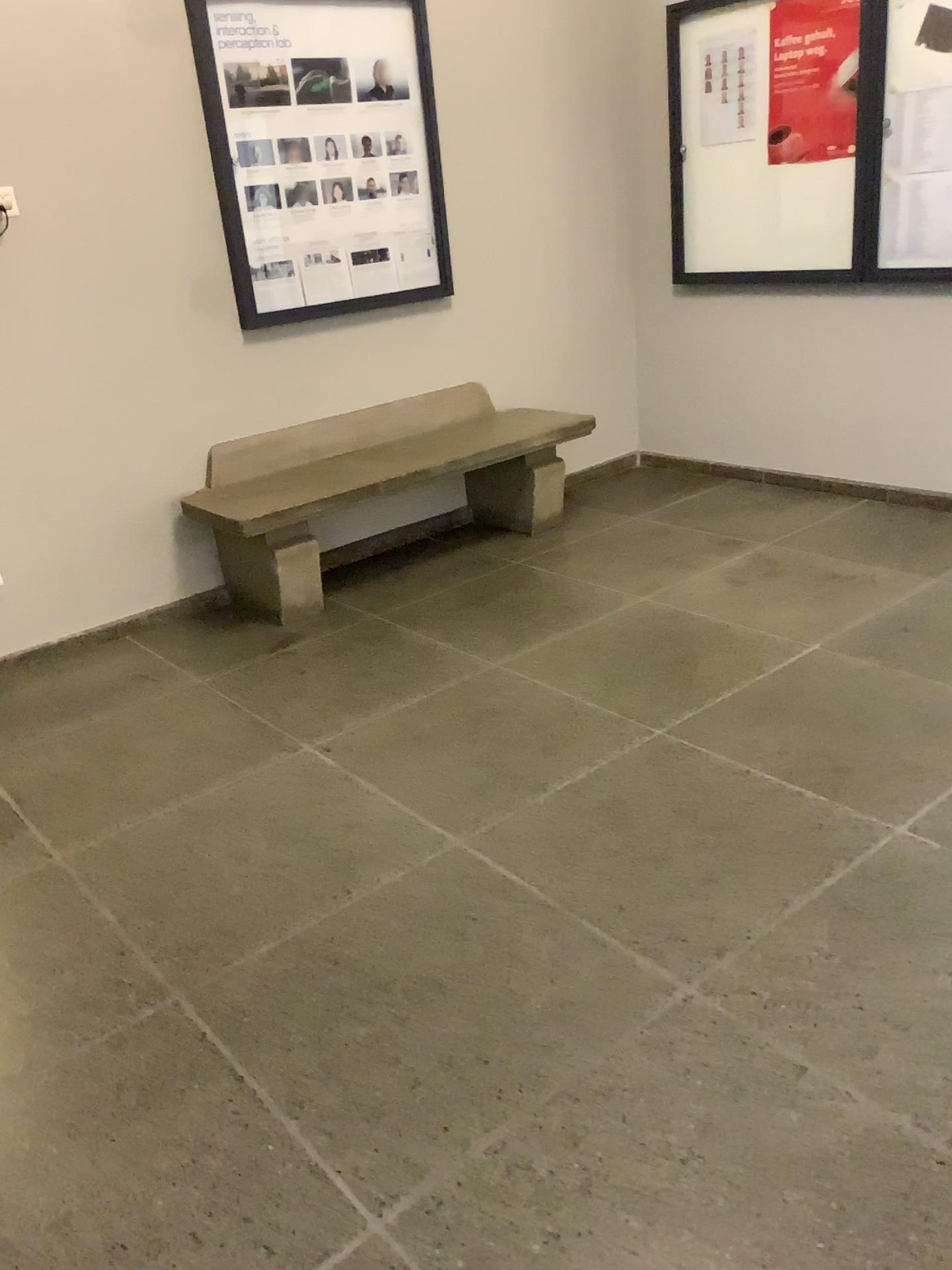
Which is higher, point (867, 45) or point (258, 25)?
point (258, 25)

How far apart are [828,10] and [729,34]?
Answer: 0.5m

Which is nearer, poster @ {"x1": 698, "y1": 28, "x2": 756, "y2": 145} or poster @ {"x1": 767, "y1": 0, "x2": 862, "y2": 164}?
poster @ {"x1": 767, "y1": 0, "x2": 862, "y2": 164}

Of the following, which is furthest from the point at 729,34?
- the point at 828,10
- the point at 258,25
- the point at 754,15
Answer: the point at 258,25

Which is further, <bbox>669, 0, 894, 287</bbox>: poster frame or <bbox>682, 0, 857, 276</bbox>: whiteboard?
<bbox>682, 0, 857, 276</bbox>: whiteboard

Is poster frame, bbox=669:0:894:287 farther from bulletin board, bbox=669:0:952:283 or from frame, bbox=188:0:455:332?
frame, bbox=188:0:455:332

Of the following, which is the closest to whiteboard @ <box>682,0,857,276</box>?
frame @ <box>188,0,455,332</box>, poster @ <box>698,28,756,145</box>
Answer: poster @ <box>698,28,756,145</box>

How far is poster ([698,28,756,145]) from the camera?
4.29m

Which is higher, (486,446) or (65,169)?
(65,169)

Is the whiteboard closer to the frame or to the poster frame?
the poster frame
